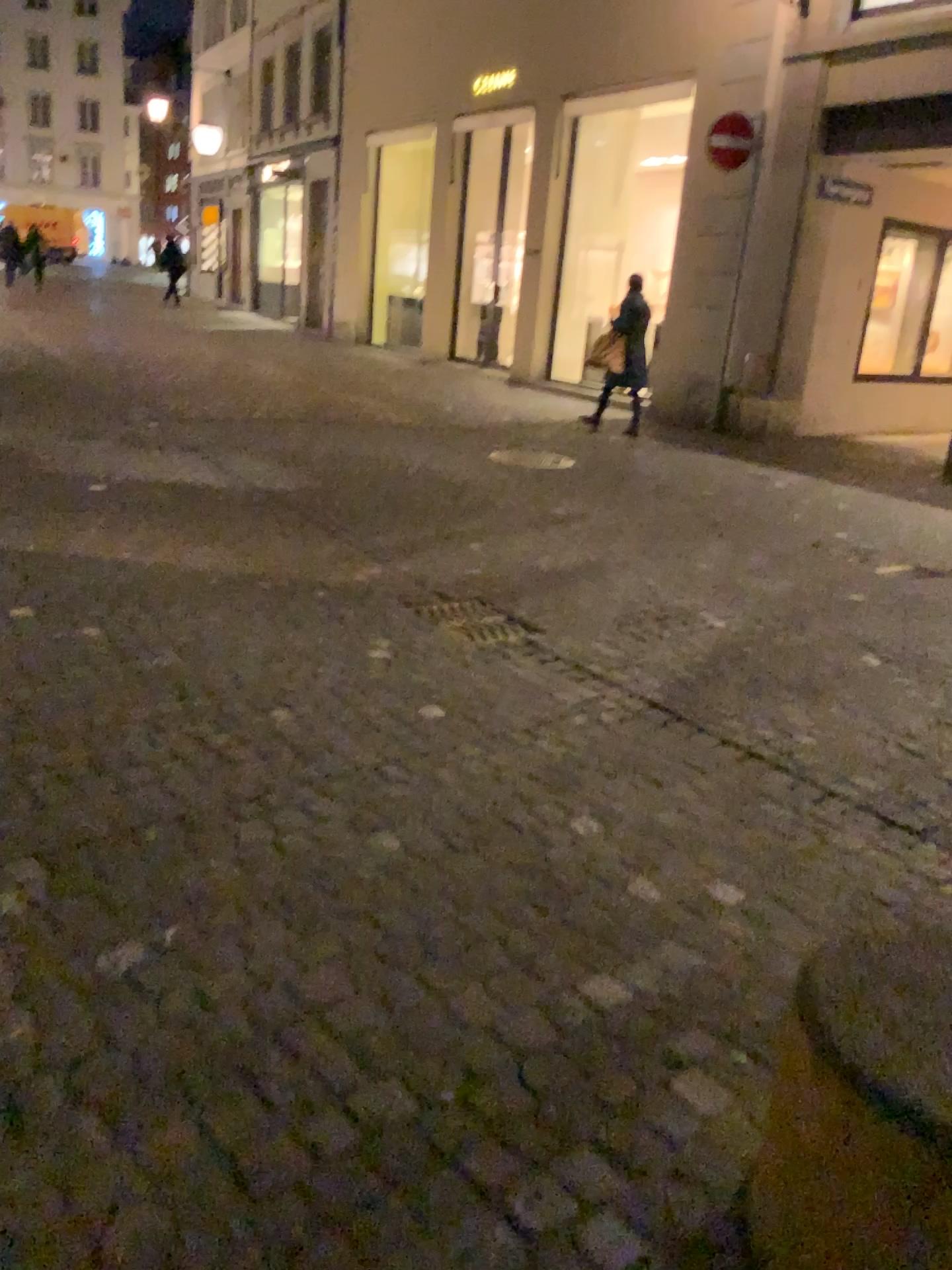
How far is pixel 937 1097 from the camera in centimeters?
123cm

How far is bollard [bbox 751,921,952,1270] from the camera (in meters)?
1.23

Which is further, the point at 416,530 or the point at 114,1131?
the point at 416,530
